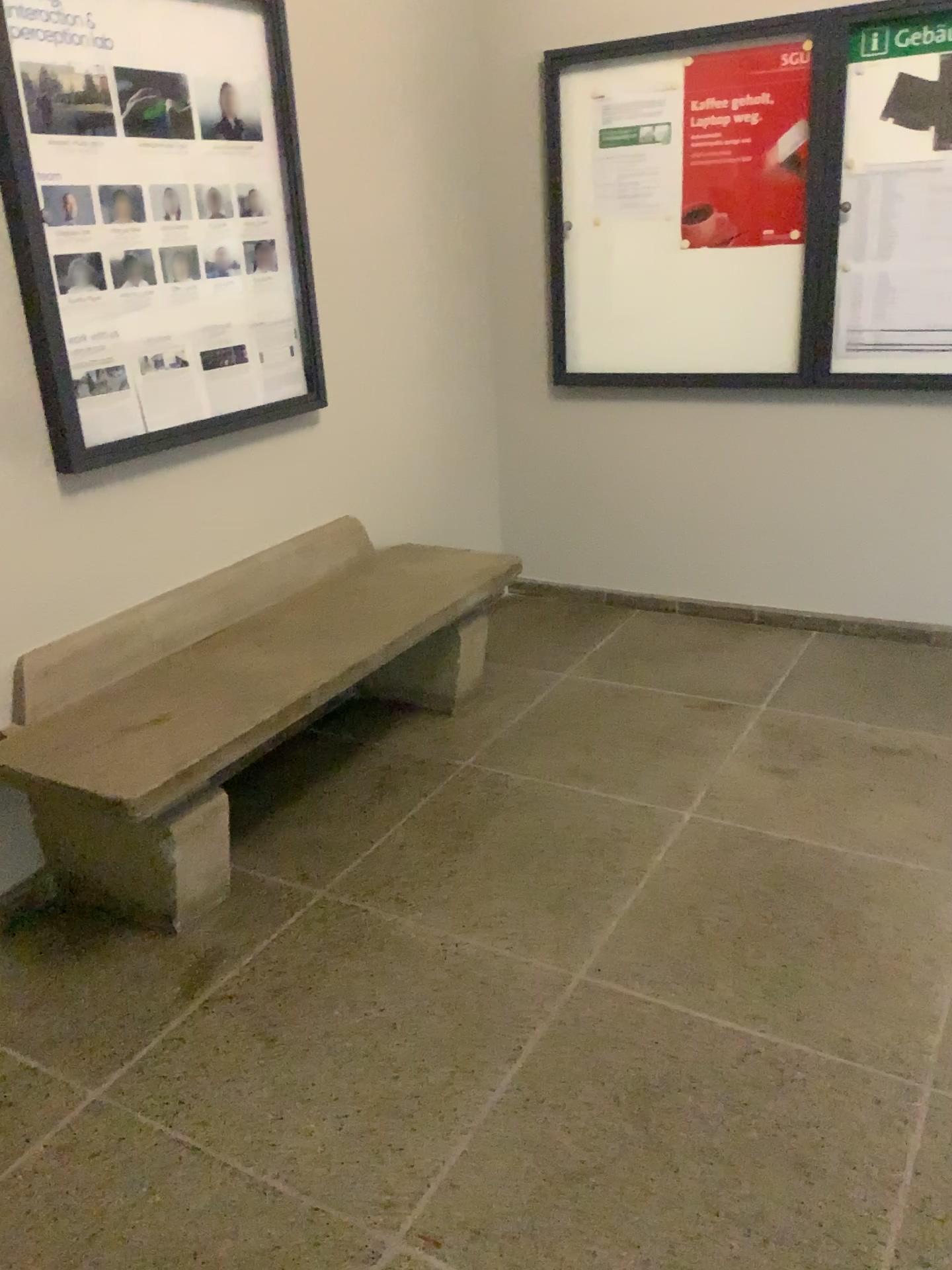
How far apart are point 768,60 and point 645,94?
0.4 meters

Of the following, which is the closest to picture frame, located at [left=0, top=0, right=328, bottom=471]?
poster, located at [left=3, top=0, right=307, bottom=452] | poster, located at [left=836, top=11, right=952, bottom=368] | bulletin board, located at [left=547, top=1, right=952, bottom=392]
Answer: poster, located at [left=3, top=0, right=307, bottom=452]

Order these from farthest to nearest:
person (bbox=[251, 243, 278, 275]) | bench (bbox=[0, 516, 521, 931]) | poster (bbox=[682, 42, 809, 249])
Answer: poster (bbox=[682, 42, 809, 249])
person (bbox=[251, 243, 278, 275])
bench (bbox=[0, 516, 521, 931])

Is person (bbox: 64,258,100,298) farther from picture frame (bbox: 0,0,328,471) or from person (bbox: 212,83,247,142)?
person (bbox: 212,83,247,142)

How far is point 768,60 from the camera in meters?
3.3 m

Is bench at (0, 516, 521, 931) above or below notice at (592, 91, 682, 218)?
below

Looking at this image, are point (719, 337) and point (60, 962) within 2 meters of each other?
no

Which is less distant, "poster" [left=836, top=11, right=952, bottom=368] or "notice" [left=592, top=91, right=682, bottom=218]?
"poster" [left=836, top=11, right=952, bottom=368]

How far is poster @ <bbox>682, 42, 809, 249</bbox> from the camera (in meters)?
3.31

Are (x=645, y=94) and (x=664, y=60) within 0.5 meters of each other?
yes
